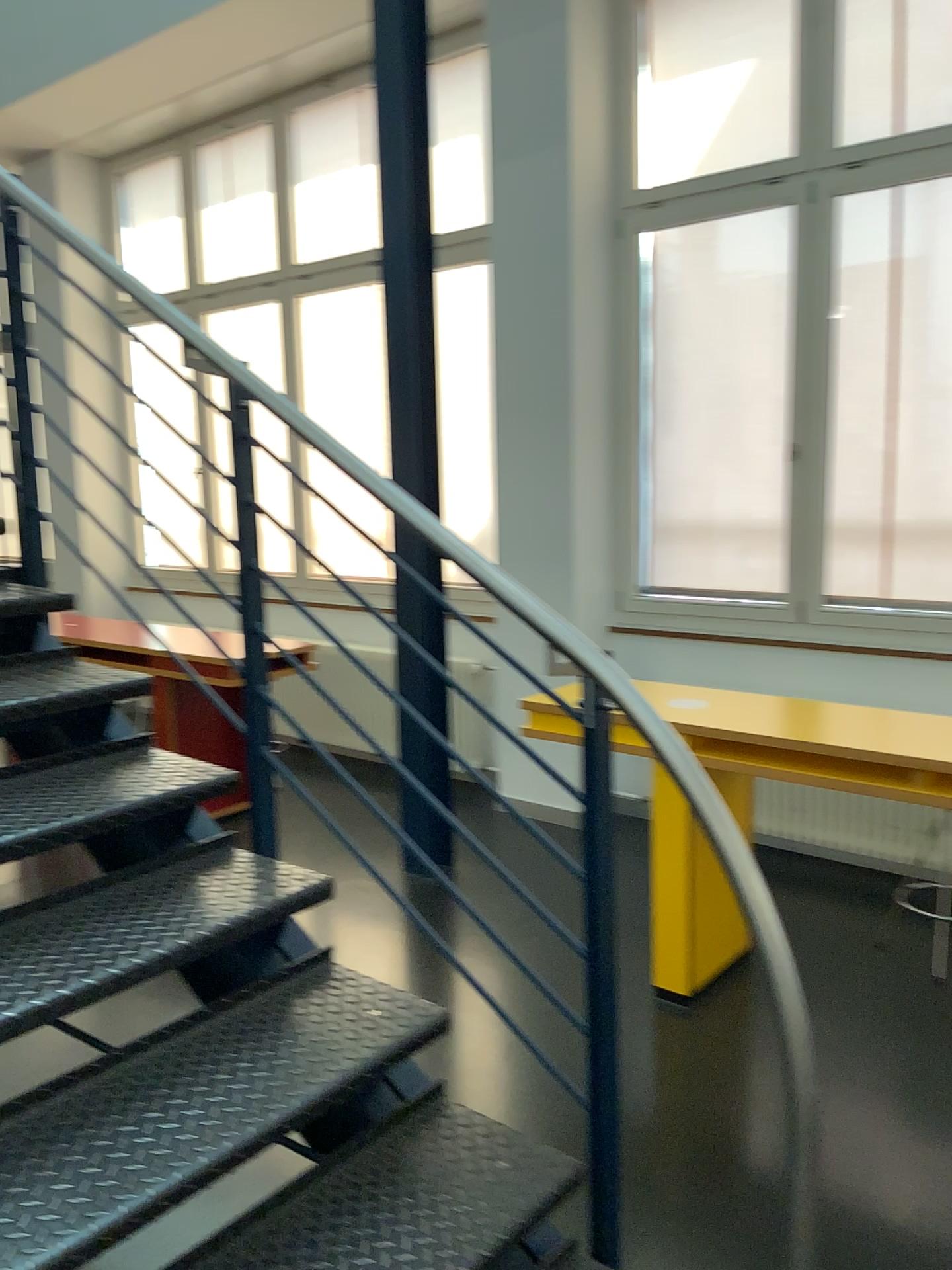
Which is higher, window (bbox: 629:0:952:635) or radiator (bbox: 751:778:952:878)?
window (bbox: 629:0:952:635)

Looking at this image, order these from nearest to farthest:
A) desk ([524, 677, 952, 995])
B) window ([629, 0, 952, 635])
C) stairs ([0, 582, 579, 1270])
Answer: stairs ([0, 582, 579, 1270])
desk ([524, 677, 952, 995])
window ([629, 0, 952, 635])

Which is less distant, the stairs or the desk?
the stairs

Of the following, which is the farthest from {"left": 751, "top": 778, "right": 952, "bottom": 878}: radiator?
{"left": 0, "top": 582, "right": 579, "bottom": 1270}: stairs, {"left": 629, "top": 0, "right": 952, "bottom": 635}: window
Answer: {"left": 0, "top": 582, "right": 579, "bottom": 1270}: stairs

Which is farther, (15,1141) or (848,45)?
(848,45)

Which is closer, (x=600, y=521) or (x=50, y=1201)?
(x=50, y=1201)

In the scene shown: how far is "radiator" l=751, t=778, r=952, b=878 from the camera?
4.1m

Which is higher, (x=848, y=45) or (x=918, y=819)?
(x=848, y=45)

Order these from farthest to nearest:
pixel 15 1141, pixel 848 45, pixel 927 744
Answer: pixel 848 45 → pixel 927 744 → pixel 15 1141

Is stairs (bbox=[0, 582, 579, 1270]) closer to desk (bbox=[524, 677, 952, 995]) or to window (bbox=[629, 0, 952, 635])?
desk (bbox=[524, 677, 952, 995])
